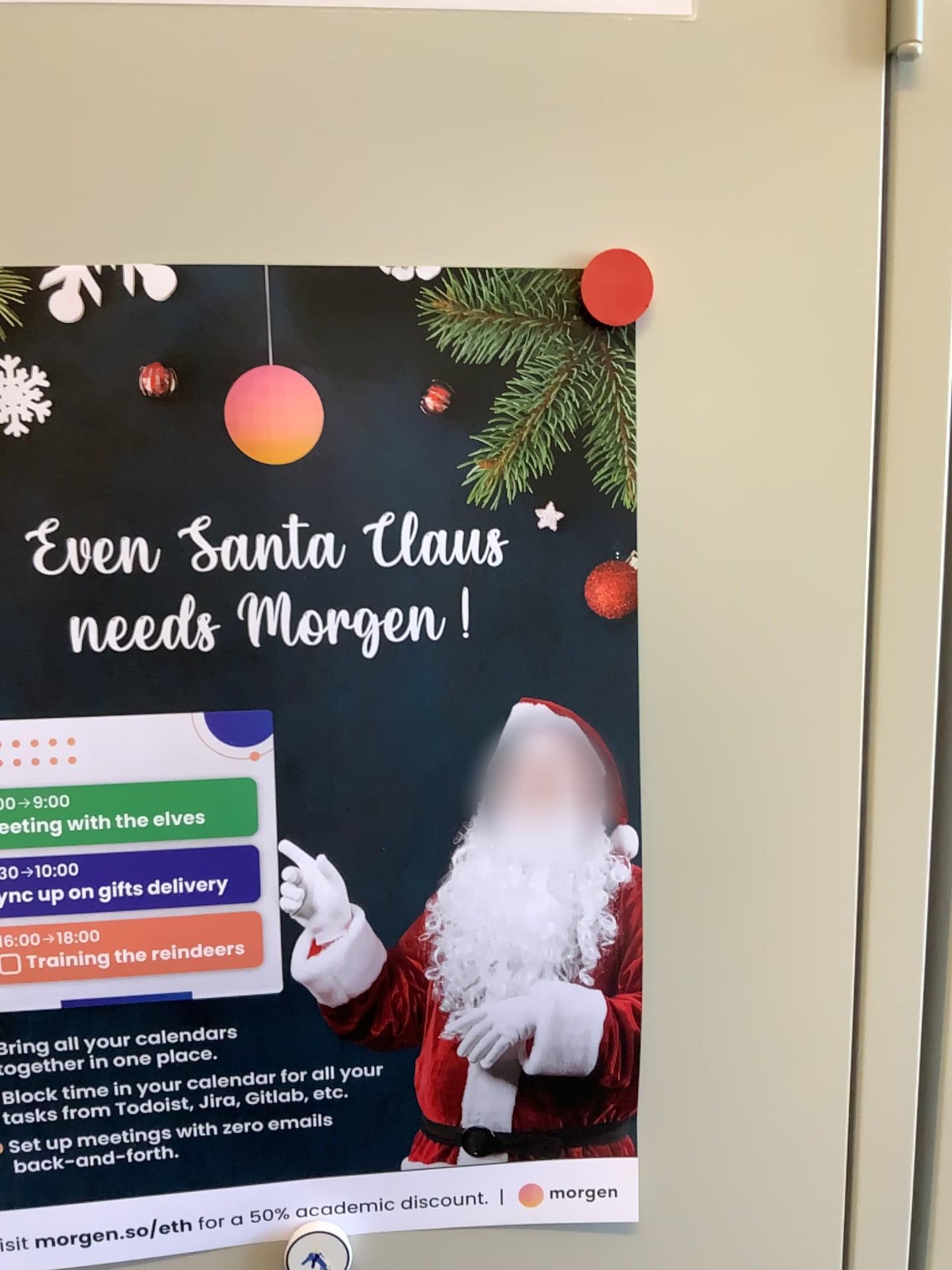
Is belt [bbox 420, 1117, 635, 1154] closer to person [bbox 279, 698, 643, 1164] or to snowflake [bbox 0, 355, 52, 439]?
person [bbox 279, 698, 643, 1164]

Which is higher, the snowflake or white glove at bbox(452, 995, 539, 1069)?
the snowflake

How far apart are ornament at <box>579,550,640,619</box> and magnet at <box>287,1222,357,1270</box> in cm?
30

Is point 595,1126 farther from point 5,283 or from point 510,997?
point 5,283

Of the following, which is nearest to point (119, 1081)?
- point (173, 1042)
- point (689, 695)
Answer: point (173, 1042)

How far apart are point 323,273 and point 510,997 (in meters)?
0.31

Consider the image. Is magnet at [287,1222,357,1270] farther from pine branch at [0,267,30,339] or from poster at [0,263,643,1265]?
pine branch at [0,267,30,339]

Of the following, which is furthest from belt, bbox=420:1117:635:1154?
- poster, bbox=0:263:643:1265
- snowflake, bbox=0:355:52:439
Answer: snowflake, bbox=0:355:52:439

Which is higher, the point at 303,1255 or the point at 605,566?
the point at 605,566

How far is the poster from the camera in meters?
0.4
